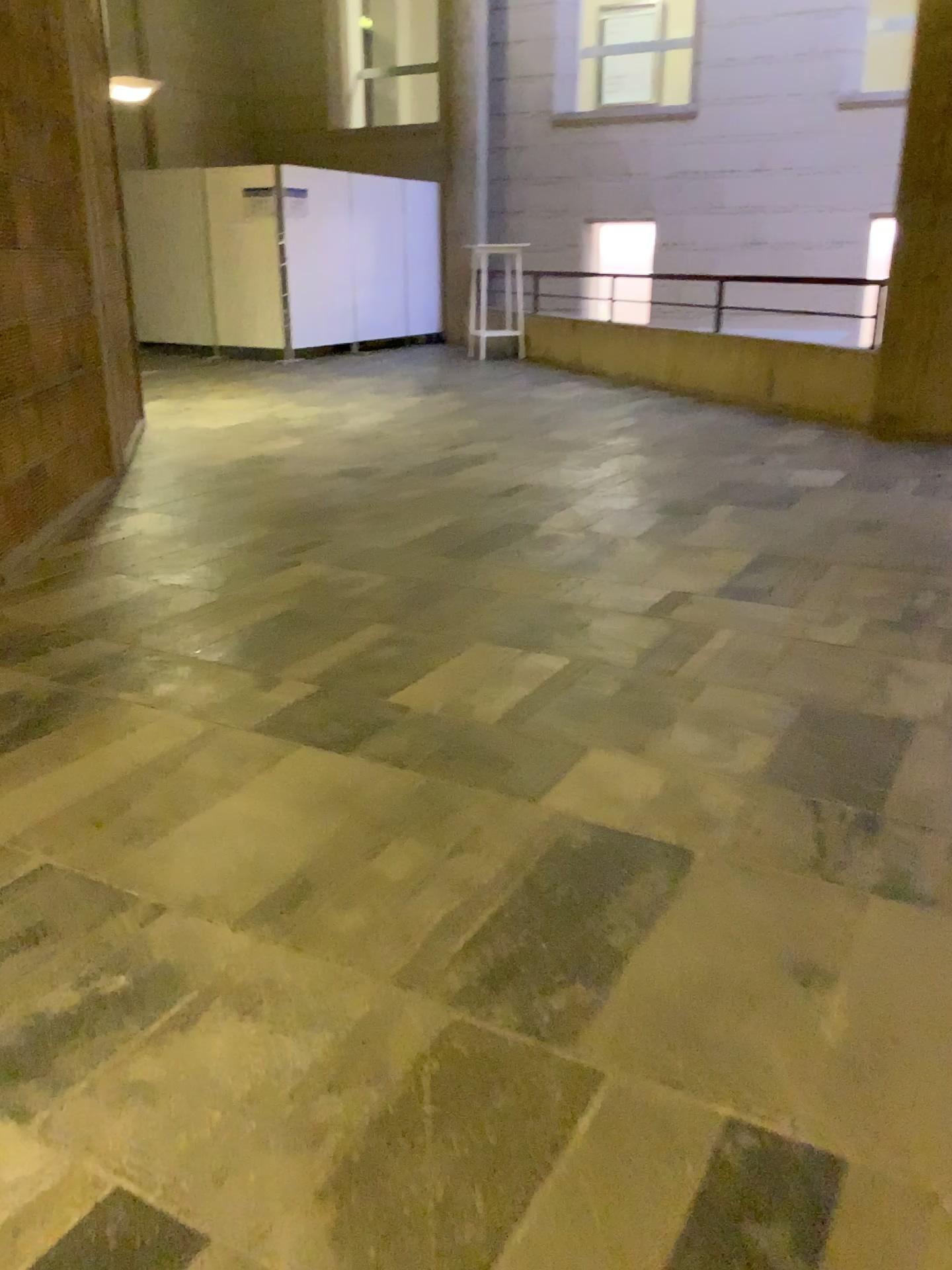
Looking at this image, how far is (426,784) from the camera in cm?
220
